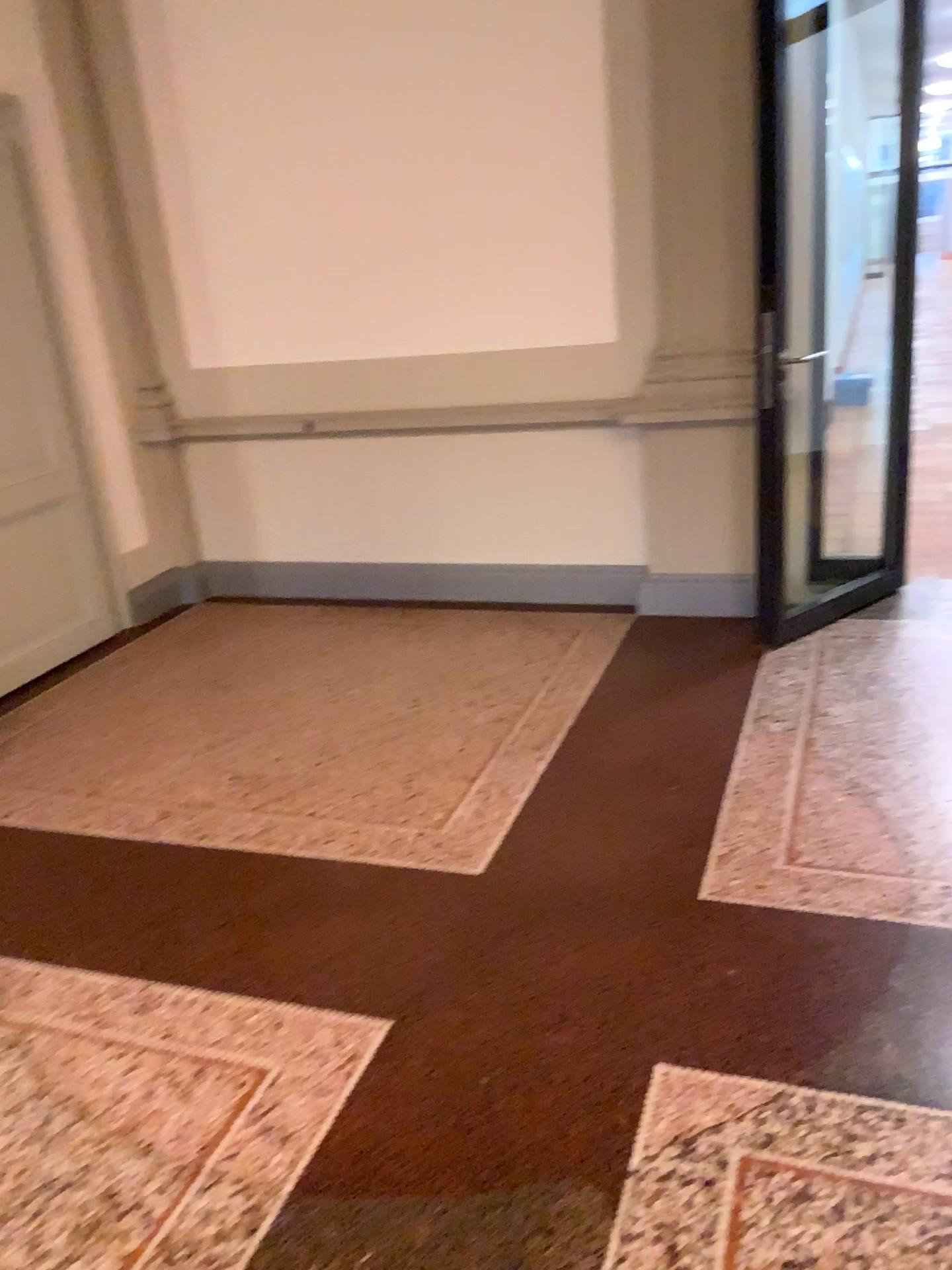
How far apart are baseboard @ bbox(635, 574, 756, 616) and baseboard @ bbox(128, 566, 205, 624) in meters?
2.2 m

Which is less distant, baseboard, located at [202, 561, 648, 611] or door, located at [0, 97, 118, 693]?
door, located at [0, 97, 118, 693]

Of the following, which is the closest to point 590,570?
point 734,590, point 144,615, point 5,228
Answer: point 734,590

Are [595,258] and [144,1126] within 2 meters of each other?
no

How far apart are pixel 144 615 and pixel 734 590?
2.8m

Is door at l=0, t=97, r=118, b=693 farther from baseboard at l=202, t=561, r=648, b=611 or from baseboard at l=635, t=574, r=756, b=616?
baseboard at l=635, t=574, r=756, b=616

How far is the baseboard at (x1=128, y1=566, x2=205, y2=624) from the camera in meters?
5.1 m

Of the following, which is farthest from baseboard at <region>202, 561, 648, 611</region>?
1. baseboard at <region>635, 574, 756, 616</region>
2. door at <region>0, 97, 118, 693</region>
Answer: door at <region>0, 97, 118, 693</region>

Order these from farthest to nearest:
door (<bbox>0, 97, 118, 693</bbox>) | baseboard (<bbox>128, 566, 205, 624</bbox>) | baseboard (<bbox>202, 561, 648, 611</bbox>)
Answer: baseboard (<bbox>128, 566, 205, 624</bbox>) → baseboard (<bbox>202, 561, 648, 611</bbox>) → door (<bbox>0, 97, 118, 693</bbox>)

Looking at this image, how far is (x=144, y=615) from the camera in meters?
5.1 m
